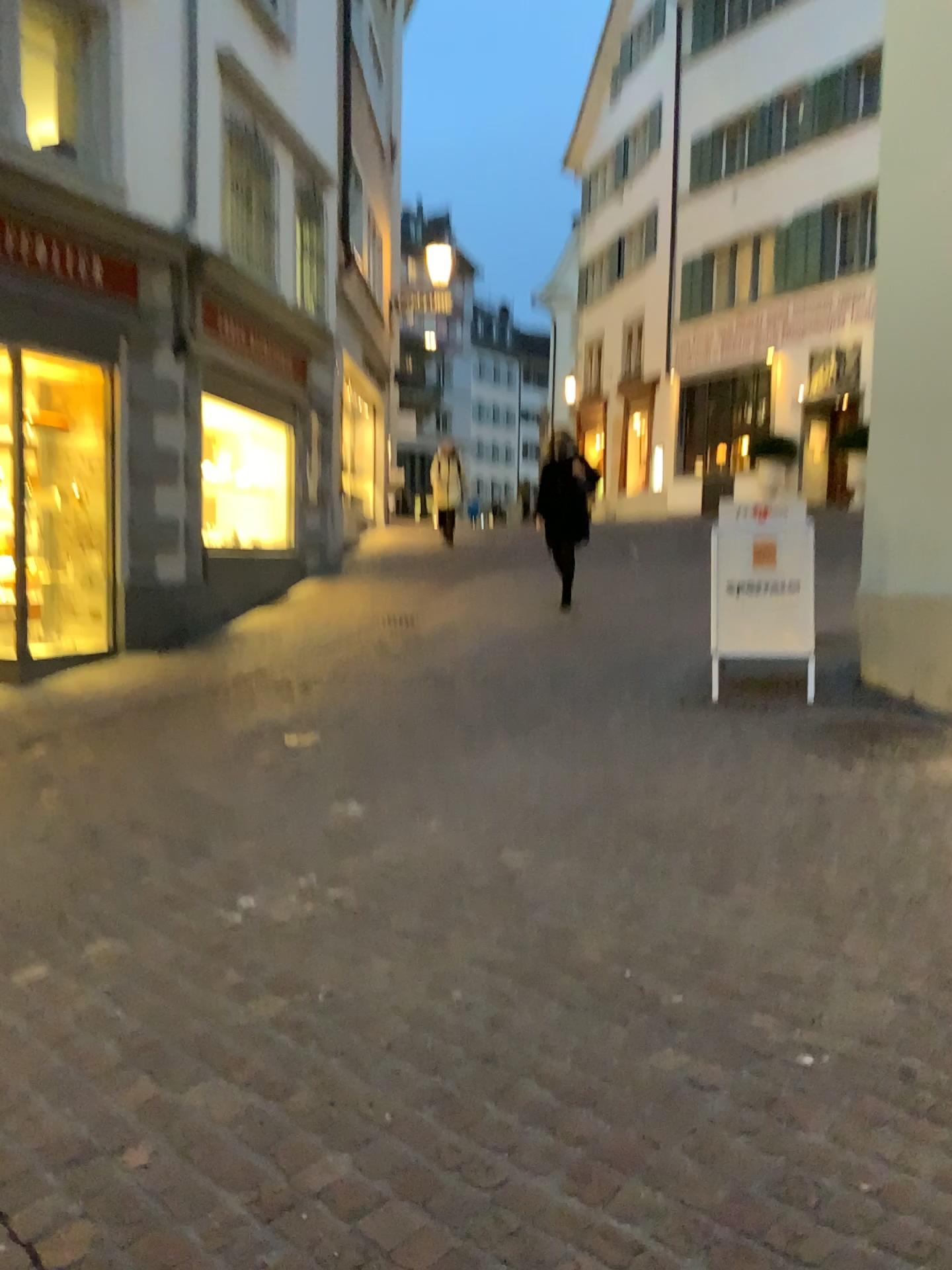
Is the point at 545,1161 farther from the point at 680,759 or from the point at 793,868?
the point at 680,759
